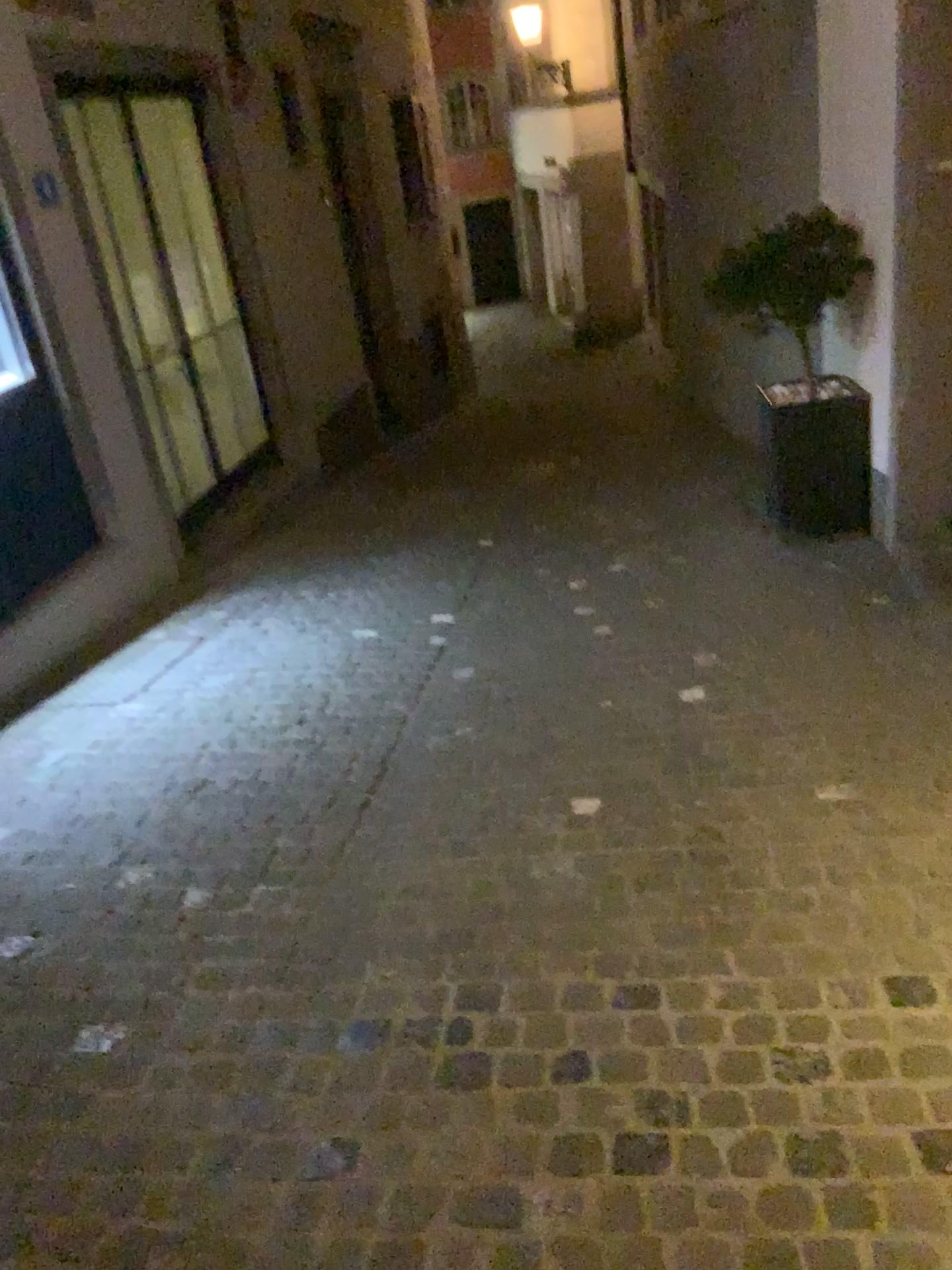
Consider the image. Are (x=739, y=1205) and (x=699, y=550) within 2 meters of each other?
no
